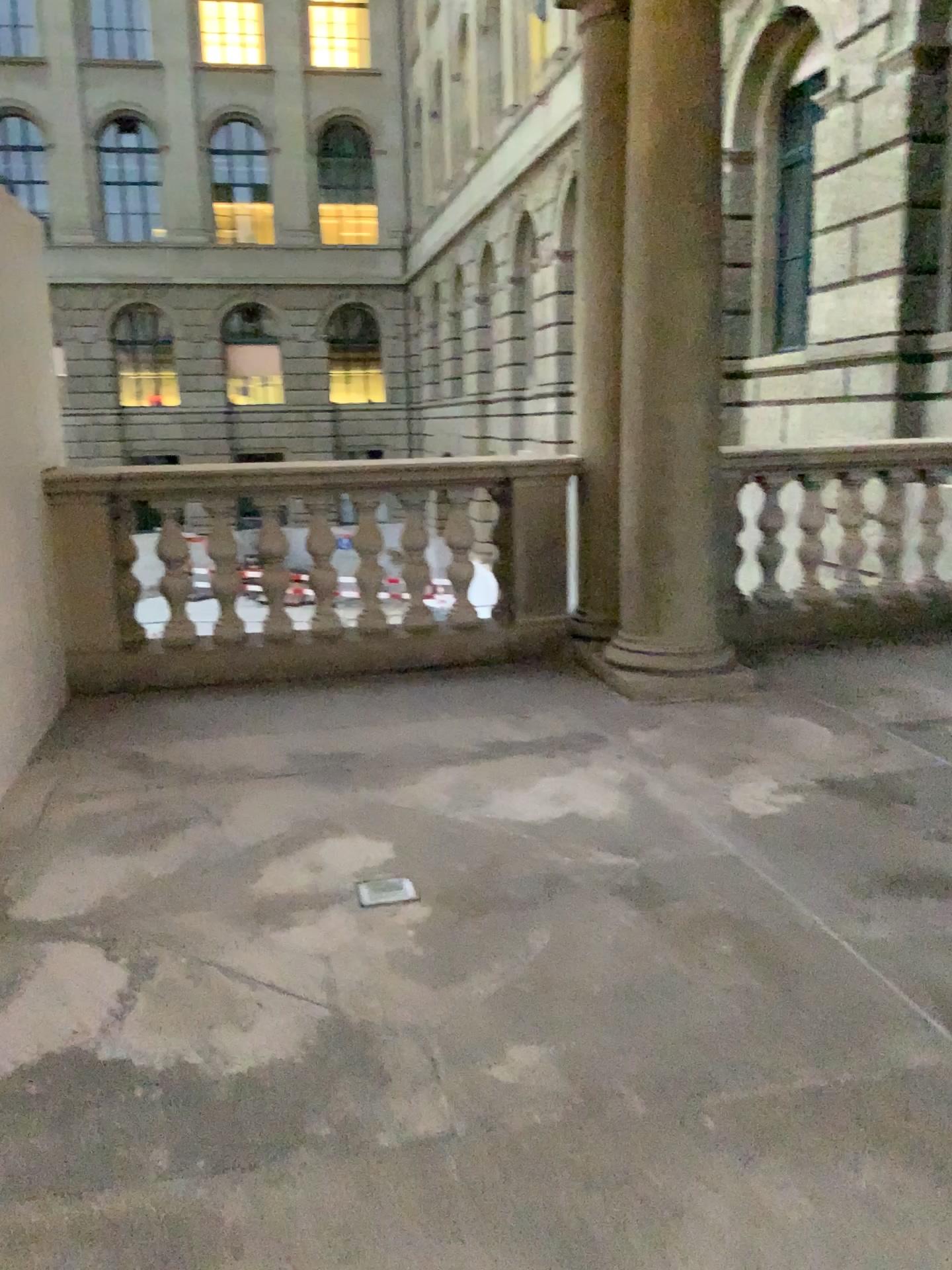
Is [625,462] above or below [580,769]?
above
